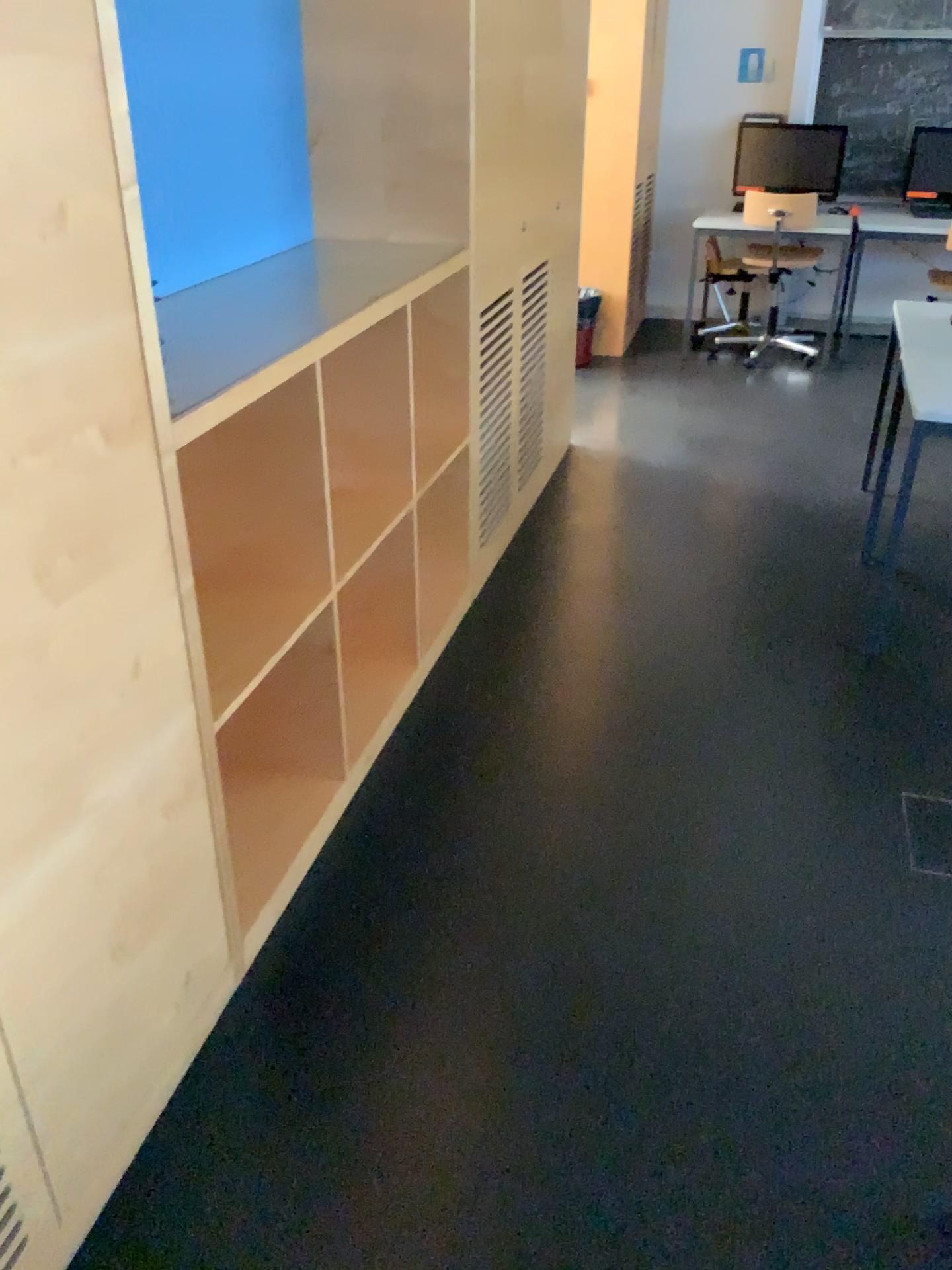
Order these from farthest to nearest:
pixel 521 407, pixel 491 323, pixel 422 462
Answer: pixel 521 407 < pixel 491 323 < pixel 422 462

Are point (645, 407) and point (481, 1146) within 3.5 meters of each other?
no

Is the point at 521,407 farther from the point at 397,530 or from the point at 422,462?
the point at 397,530

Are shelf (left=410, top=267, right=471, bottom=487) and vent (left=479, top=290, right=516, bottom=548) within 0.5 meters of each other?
yes

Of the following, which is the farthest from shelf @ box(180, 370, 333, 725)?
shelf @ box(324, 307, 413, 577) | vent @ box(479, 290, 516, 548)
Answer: vent @ box(479, 290, 516, 548)

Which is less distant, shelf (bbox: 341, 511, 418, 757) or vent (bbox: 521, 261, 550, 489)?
shelf (bbox: 341, 511, 418, 757)

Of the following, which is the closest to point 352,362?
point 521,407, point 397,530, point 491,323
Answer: point 397,530

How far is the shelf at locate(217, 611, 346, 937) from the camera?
2.3 meters

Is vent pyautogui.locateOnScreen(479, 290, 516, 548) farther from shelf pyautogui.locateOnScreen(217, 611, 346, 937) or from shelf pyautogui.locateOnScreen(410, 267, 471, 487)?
shelf pyautogui.locateOnScreen(217, 611, 346, 937)

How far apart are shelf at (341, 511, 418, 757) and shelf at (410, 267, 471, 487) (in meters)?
0.28
